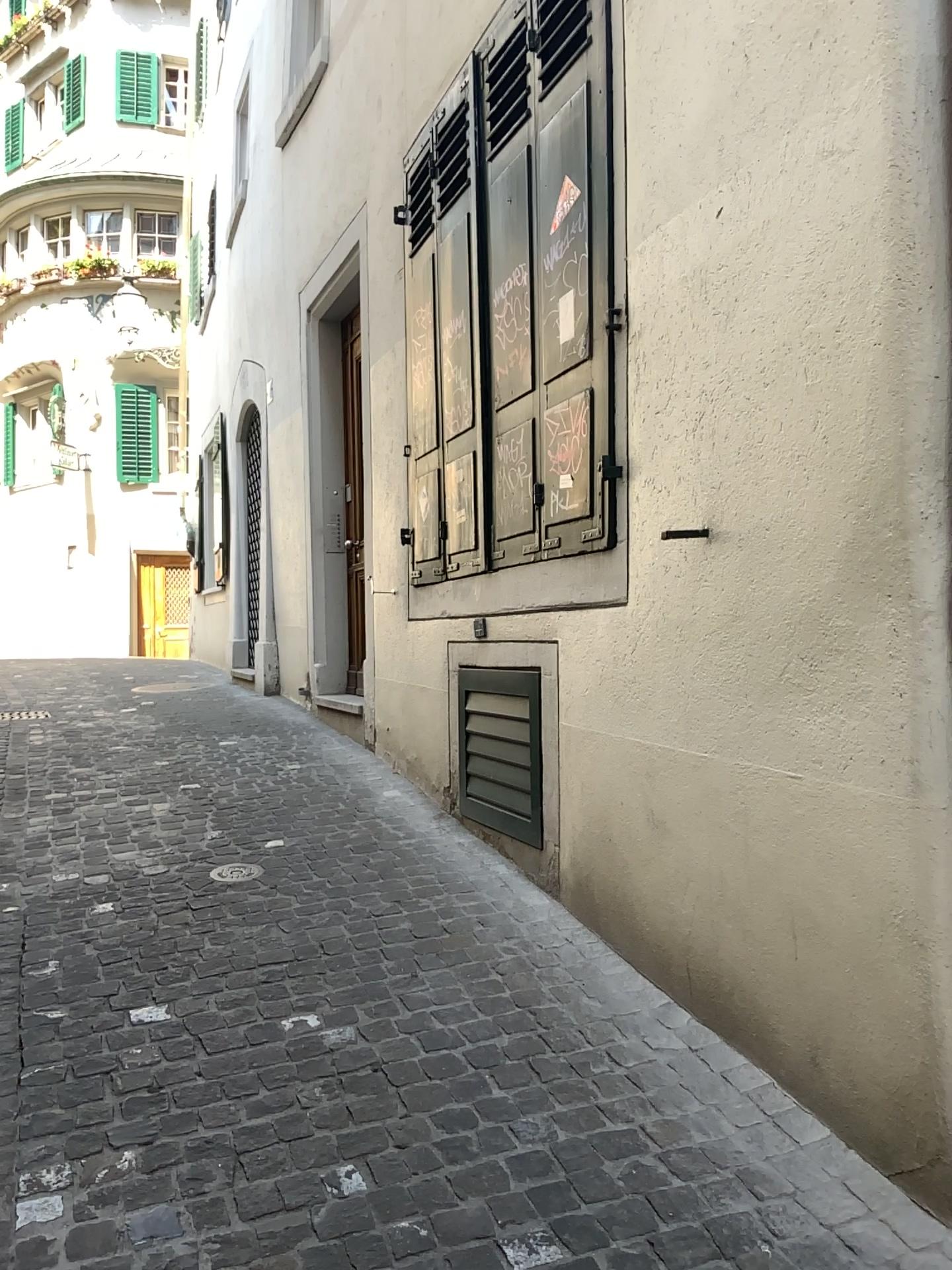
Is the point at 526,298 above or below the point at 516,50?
below

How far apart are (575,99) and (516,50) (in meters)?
0.84

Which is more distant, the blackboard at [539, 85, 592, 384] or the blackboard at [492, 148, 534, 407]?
the blackboard at [492, 148, 534, 407]

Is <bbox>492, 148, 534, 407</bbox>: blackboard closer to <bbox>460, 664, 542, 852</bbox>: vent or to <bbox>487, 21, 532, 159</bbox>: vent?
<bbox>487, 21, 532, 159</bbox>: vent

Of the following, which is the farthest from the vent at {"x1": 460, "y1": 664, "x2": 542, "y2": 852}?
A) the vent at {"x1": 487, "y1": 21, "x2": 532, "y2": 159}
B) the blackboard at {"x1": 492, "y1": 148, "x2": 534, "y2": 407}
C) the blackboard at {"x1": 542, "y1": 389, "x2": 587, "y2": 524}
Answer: the vent at {"x1": 487, "y1": 21, "x2": 532, "y2": 159}

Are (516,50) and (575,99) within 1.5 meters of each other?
yes

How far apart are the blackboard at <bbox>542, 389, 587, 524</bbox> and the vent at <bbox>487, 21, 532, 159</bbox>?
1.2 meters

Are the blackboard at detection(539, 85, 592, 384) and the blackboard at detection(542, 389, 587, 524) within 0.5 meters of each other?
yes

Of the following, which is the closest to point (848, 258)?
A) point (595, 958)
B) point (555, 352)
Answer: point (555, 352)

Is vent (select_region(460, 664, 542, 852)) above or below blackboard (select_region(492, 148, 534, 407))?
below
